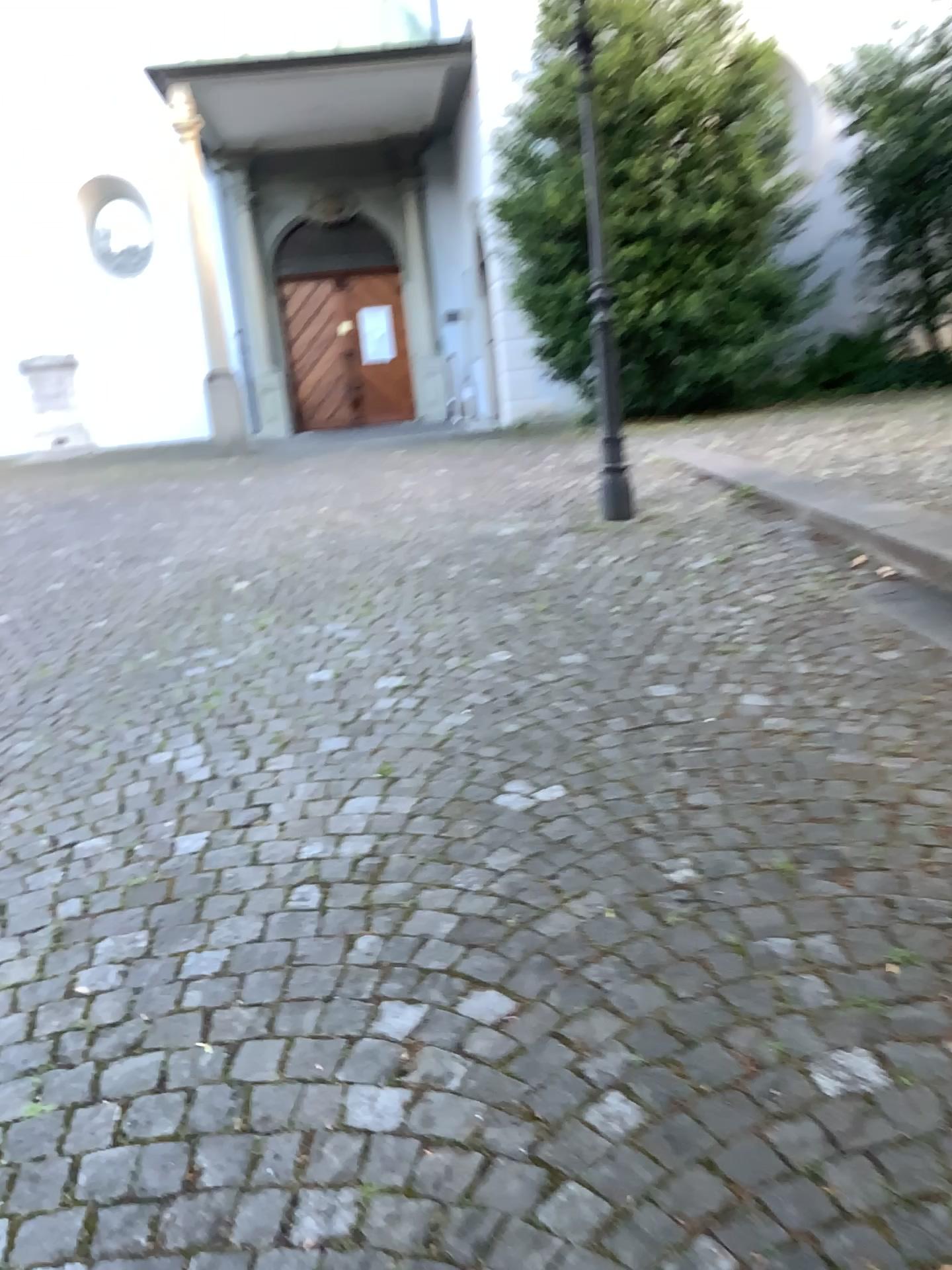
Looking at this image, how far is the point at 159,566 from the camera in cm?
587
